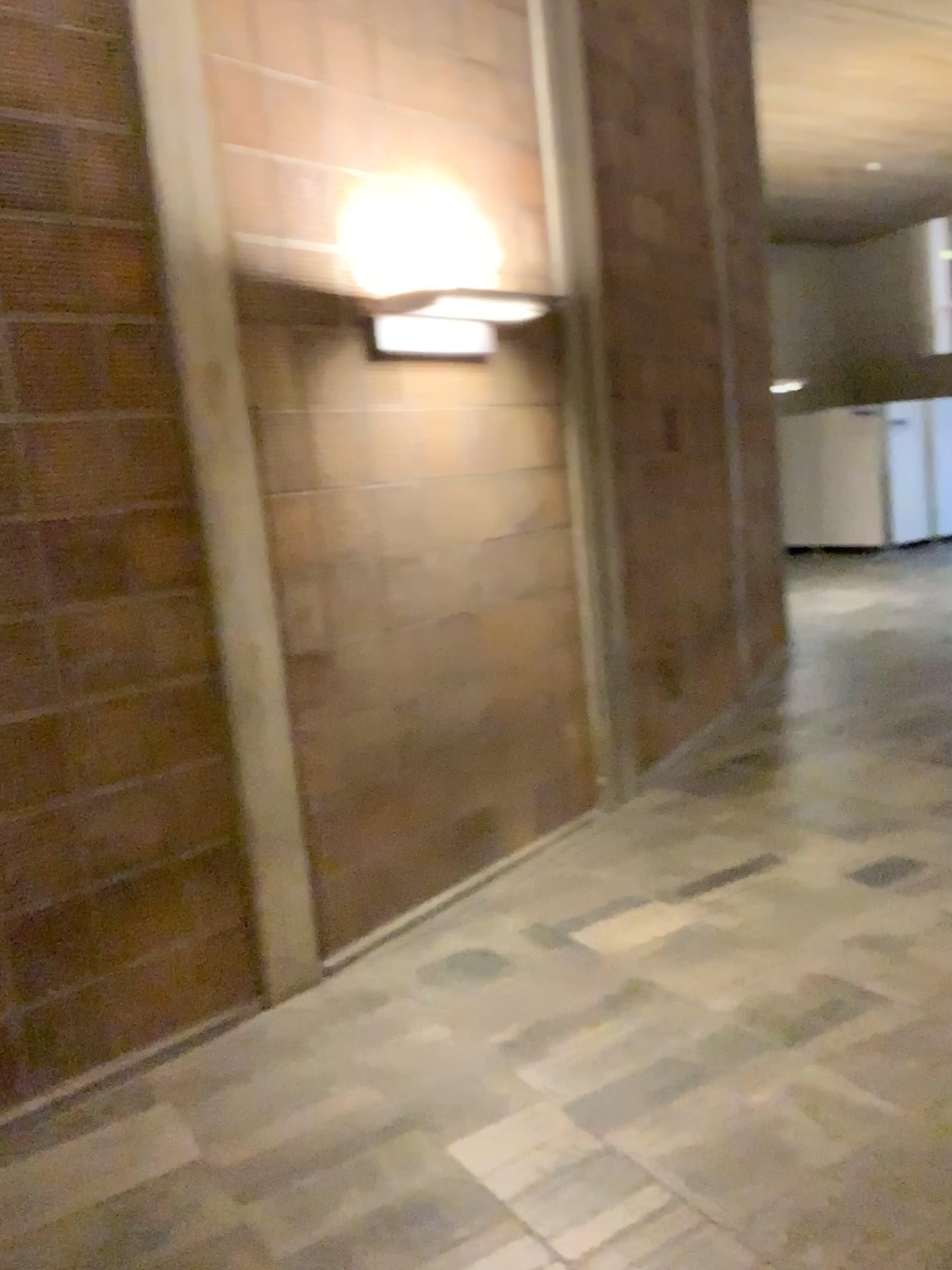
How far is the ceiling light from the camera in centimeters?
363cm

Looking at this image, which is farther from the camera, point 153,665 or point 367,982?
point 367,982

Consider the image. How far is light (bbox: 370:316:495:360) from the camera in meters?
3.6 m

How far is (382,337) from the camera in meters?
3.6

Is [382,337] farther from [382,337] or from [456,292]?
[456,292]

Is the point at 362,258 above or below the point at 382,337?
above
